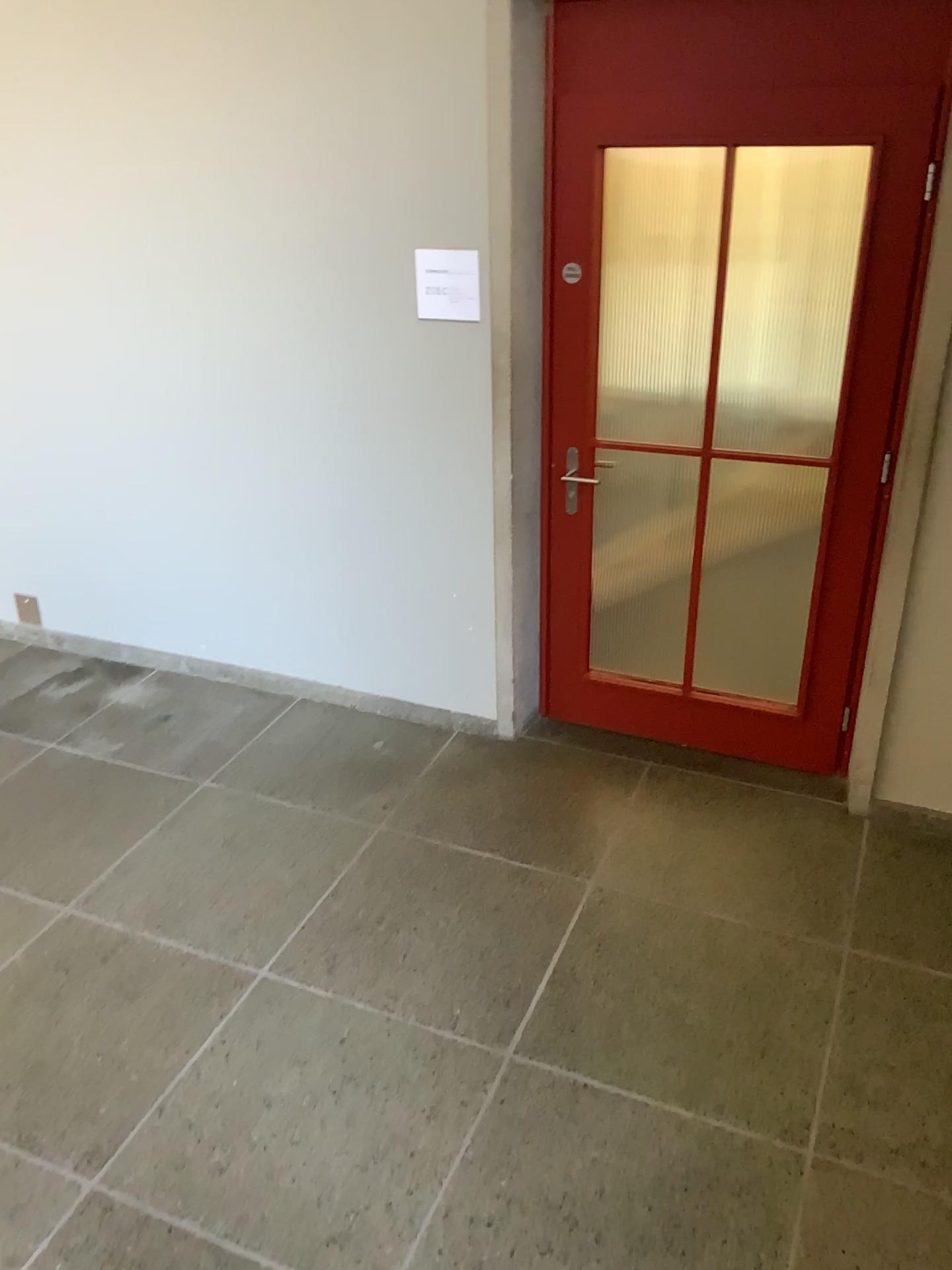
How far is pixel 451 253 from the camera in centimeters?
322cm

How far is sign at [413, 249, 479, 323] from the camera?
3.2 meters

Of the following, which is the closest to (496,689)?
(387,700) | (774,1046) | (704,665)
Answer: (387,700)
